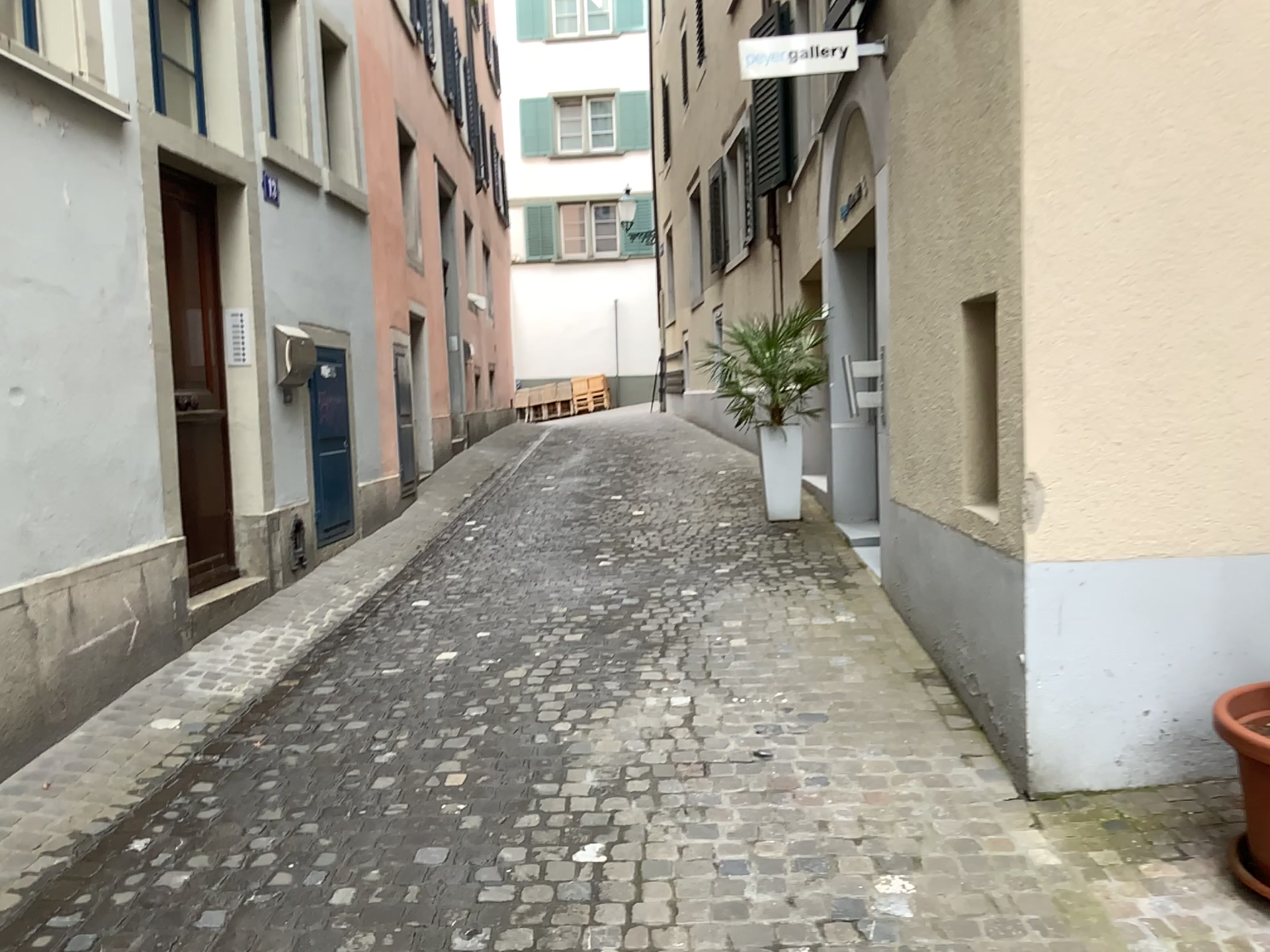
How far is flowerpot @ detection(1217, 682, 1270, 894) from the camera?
2.5m

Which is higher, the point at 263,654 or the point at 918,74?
the point at 918,74

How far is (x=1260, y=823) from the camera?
2.52m
